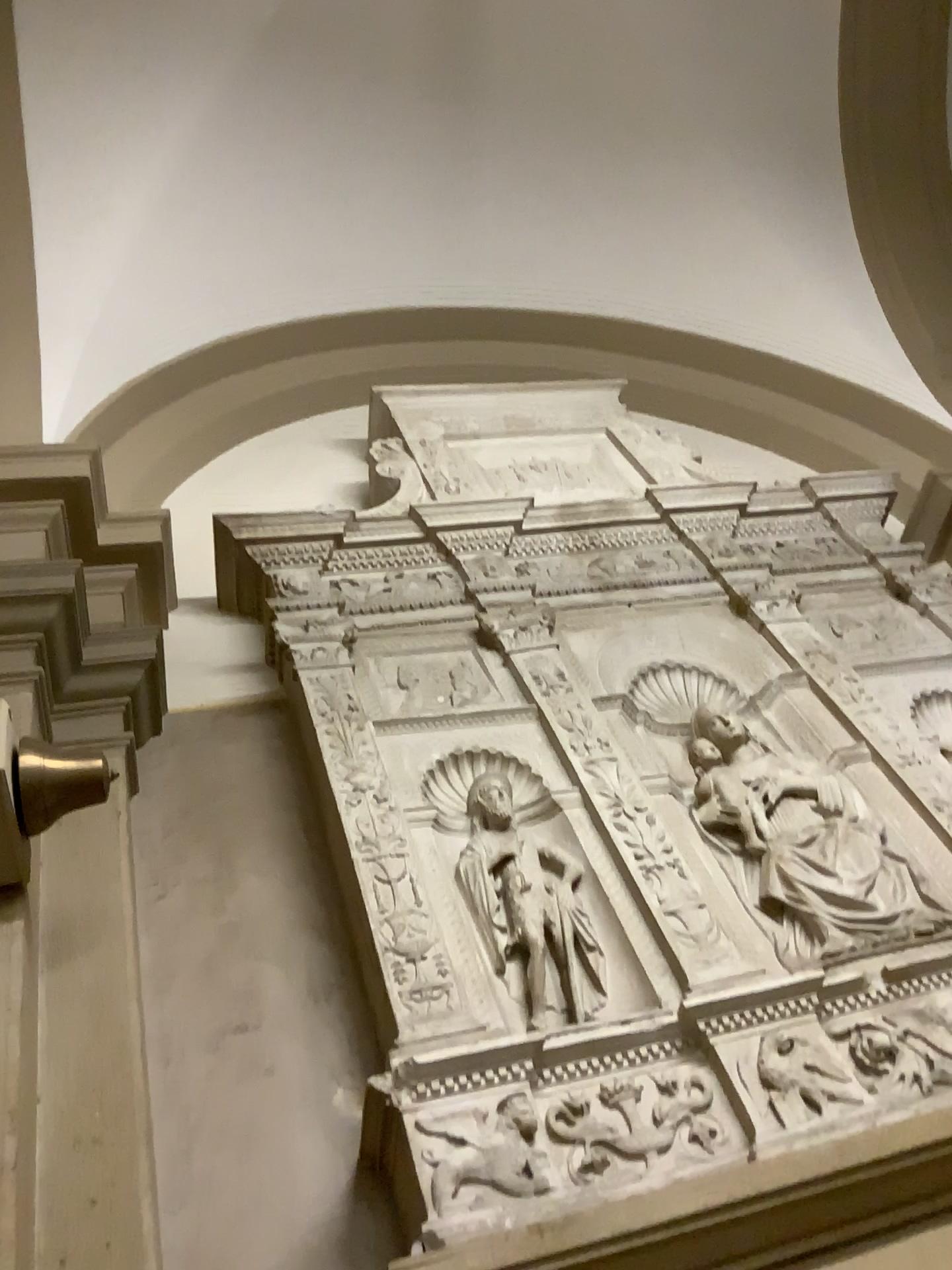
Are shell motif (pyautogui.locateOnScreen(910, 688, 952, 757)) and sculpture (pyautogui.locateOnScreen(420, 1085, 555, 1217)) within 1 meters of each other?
no

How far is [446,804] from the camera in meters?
2.4 m

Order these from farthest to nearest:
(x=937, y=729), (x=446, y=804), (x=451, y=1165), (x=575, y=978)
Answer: (x=937, y=729), (x=446, y=804), (x=575, y=978), (x=451, y=1165)

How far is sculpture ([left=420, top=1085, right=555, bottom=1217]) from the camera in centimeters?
163cm

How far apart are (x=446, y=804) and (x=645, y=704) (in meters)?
0.69

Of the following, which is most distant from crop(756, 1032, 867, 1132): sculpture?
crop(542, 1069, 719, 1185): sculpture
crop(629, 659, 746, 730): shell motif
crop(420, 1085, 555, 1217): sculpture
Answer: crop(629, 659, 746, 730): shell motif

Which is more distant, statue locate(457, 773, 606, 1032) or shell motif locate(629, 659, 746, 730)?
shell motif locate(629, 659, 746, 730)

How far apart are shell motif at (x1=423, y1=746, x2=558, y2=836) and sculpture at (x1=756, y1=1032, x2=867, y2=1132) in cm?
72

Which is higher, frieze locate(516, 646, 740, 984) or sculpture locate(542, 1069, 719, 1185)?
frieze locate(516, 646, 740, 984)

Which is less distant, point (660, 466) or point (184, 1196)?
point (184, 1196)
